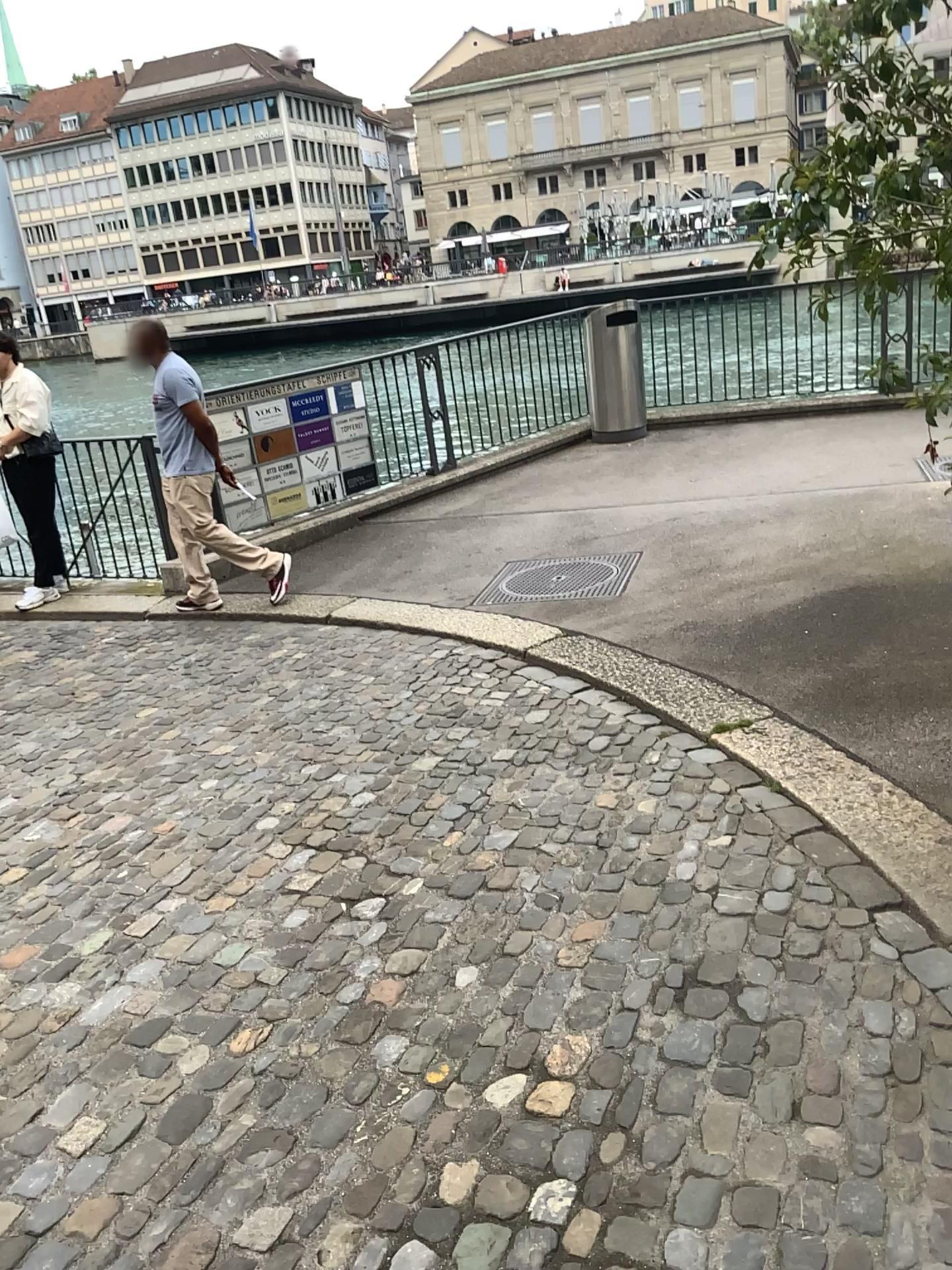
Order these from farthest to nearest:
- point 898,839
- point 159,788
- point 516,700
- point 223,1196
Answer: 1. point 516,700
2. point 159,788
3. point 898,839
4. point 223,1196
